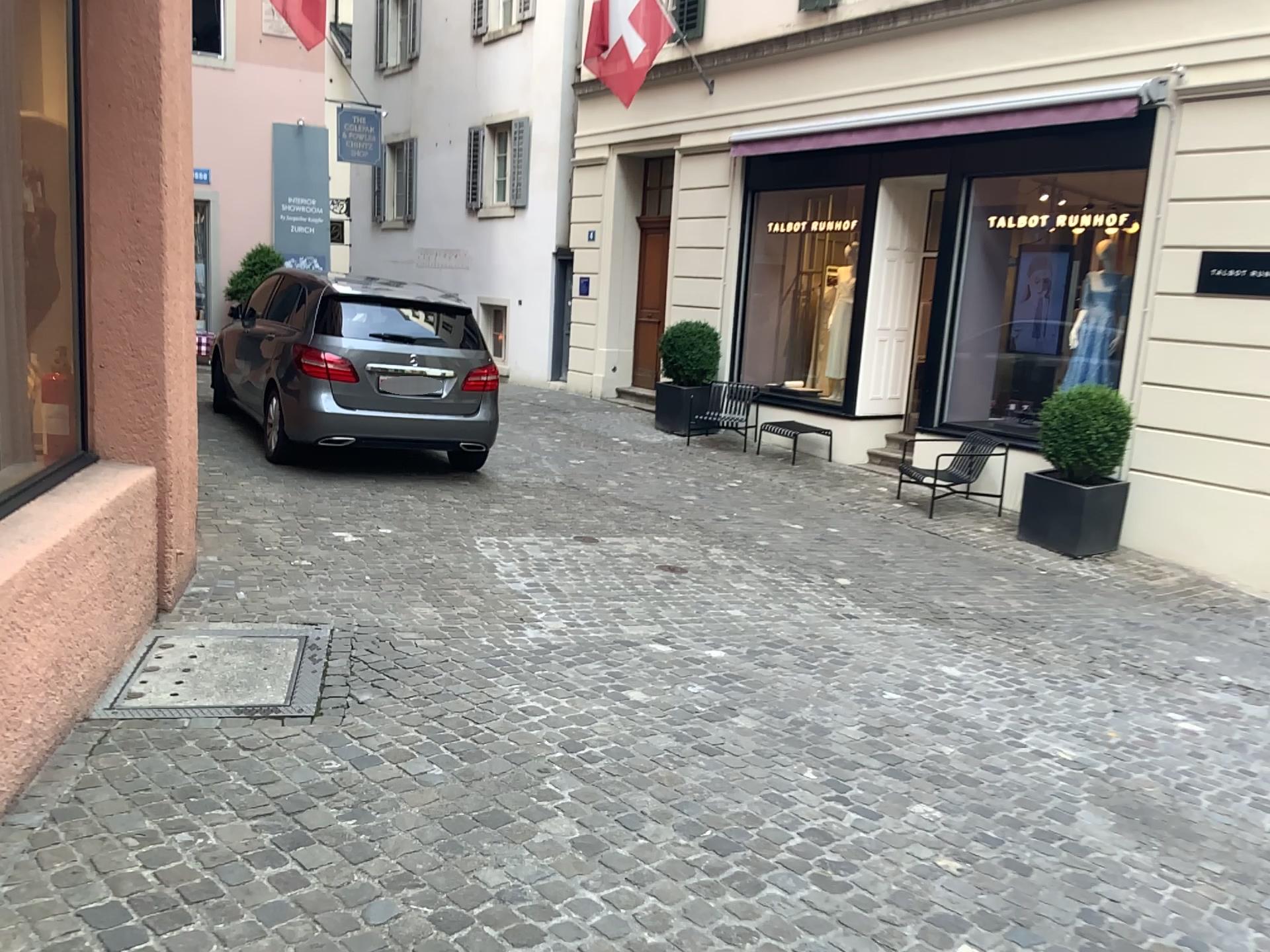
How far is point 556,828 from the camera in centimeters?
296cm
